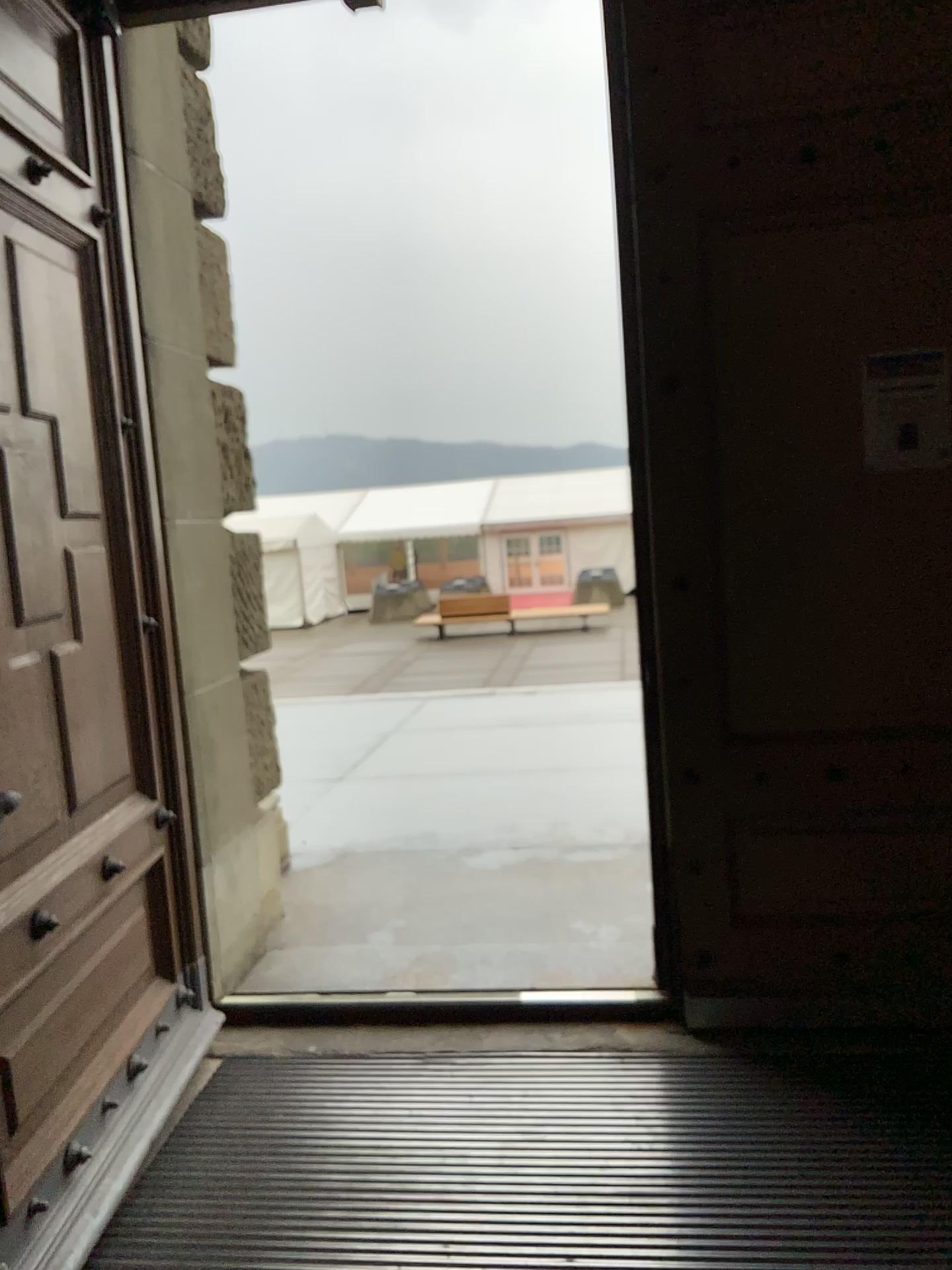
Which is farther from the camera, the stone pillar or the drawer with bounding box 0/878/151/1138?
the stone pillar

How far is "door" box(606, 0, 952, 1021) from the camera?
2.7 meters

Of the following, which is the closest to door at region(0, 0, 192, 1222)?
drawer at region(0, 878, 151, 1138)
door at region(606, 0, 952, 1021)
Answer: A: drawer at region(0, 878, 151, 1138)

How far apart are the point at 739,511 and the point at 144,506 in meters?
1.6

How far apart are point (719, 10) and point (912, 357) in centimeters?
99cm

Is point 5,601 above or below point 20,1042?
above

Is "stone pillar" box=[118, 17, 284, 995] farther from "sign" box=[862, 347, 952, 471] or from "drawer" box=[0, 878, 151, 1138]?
"sign" box=[862, 347, 952, 471]

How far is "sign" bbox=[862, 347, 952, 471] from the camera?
2.7 meters

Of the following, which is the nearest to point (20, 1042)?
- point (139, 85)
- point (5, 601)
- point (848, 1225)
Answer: point (5, 601)

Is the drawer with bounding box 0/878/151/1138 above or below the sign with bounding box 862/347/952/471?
below
